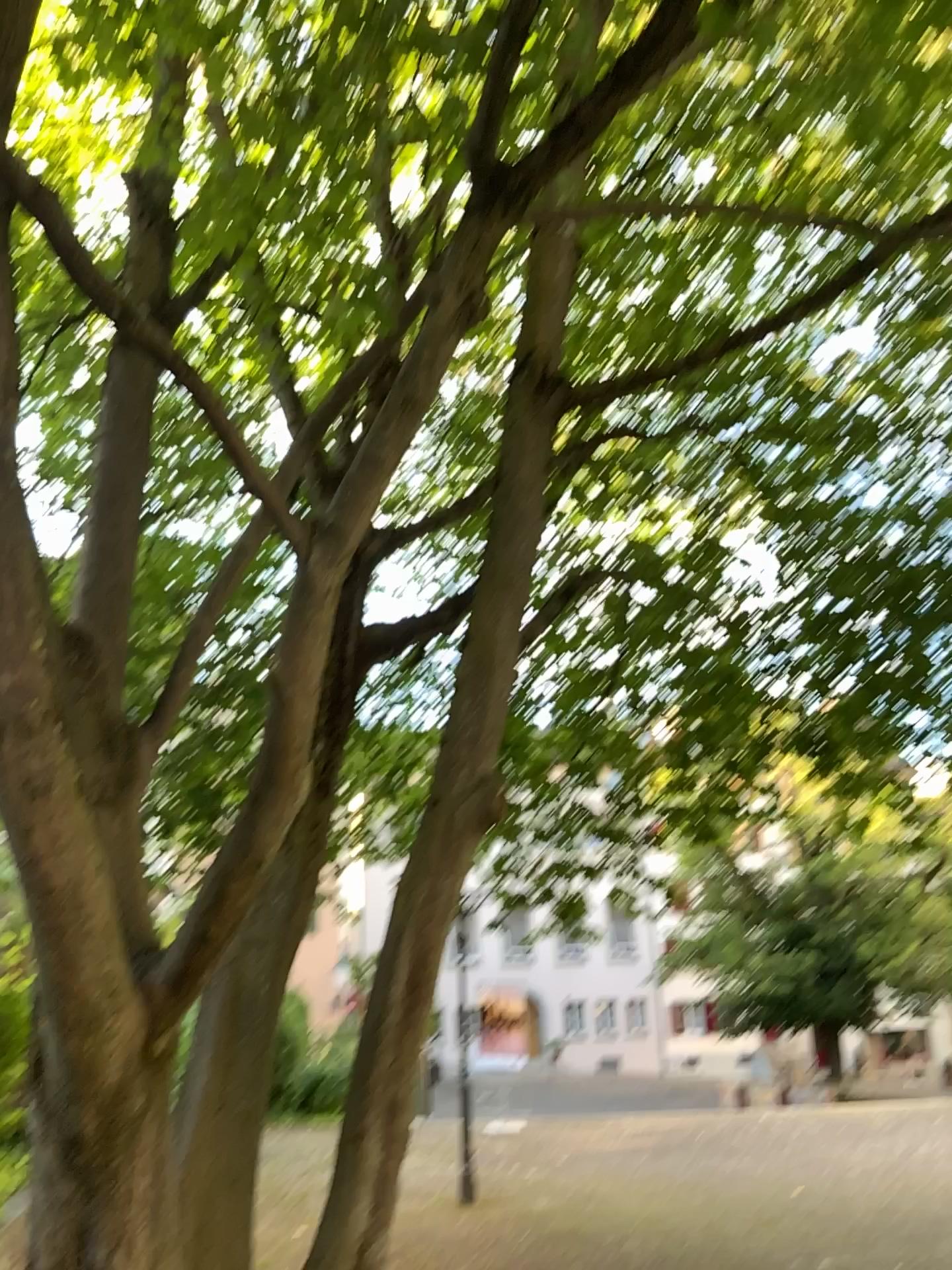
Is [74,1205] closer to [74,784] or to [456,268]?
[74,784]
